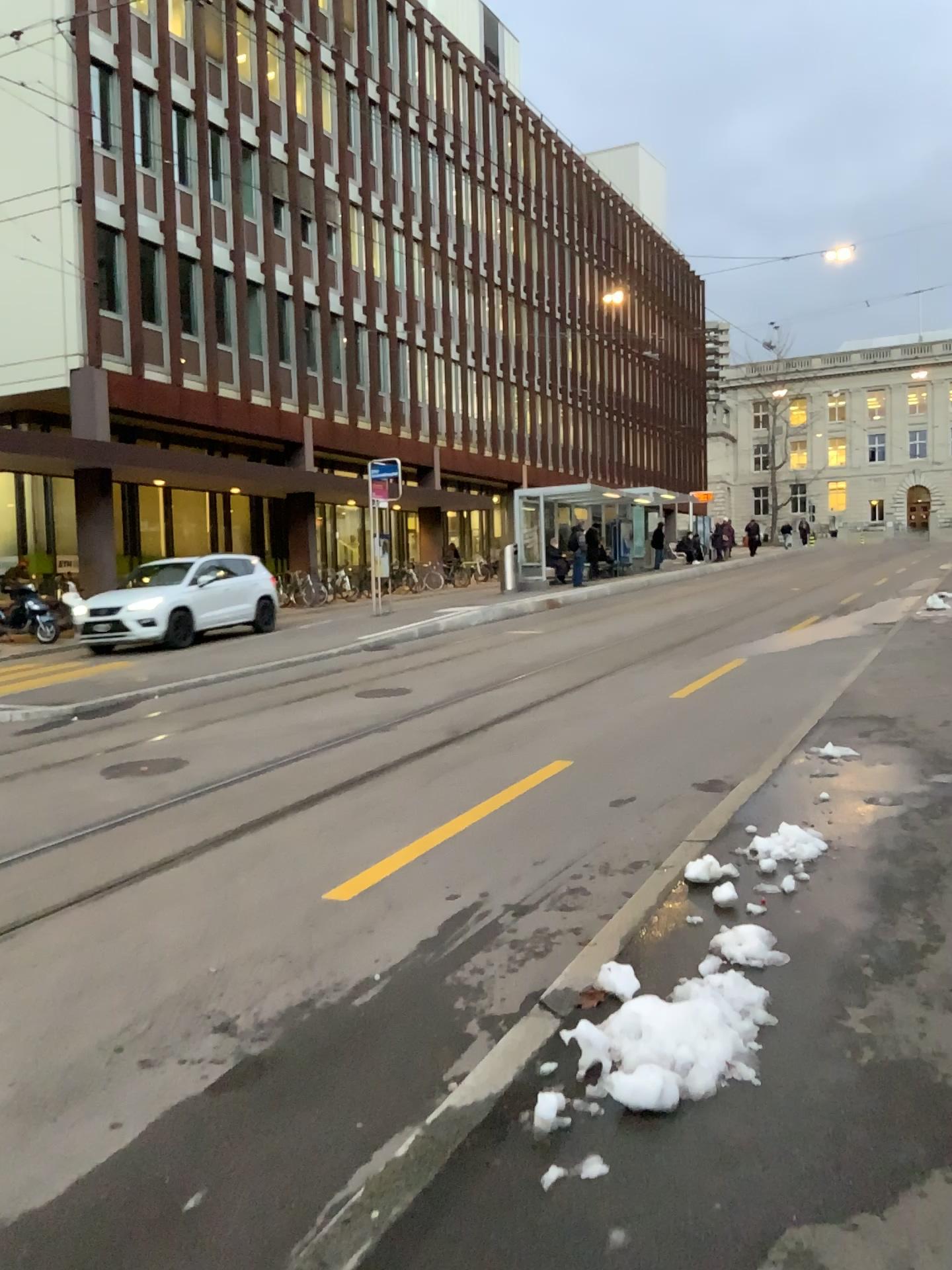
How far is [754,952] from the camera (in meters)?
3.74

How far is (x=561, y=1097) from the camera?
2.89m

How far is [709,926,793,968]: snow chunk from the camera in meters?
3.7 m
